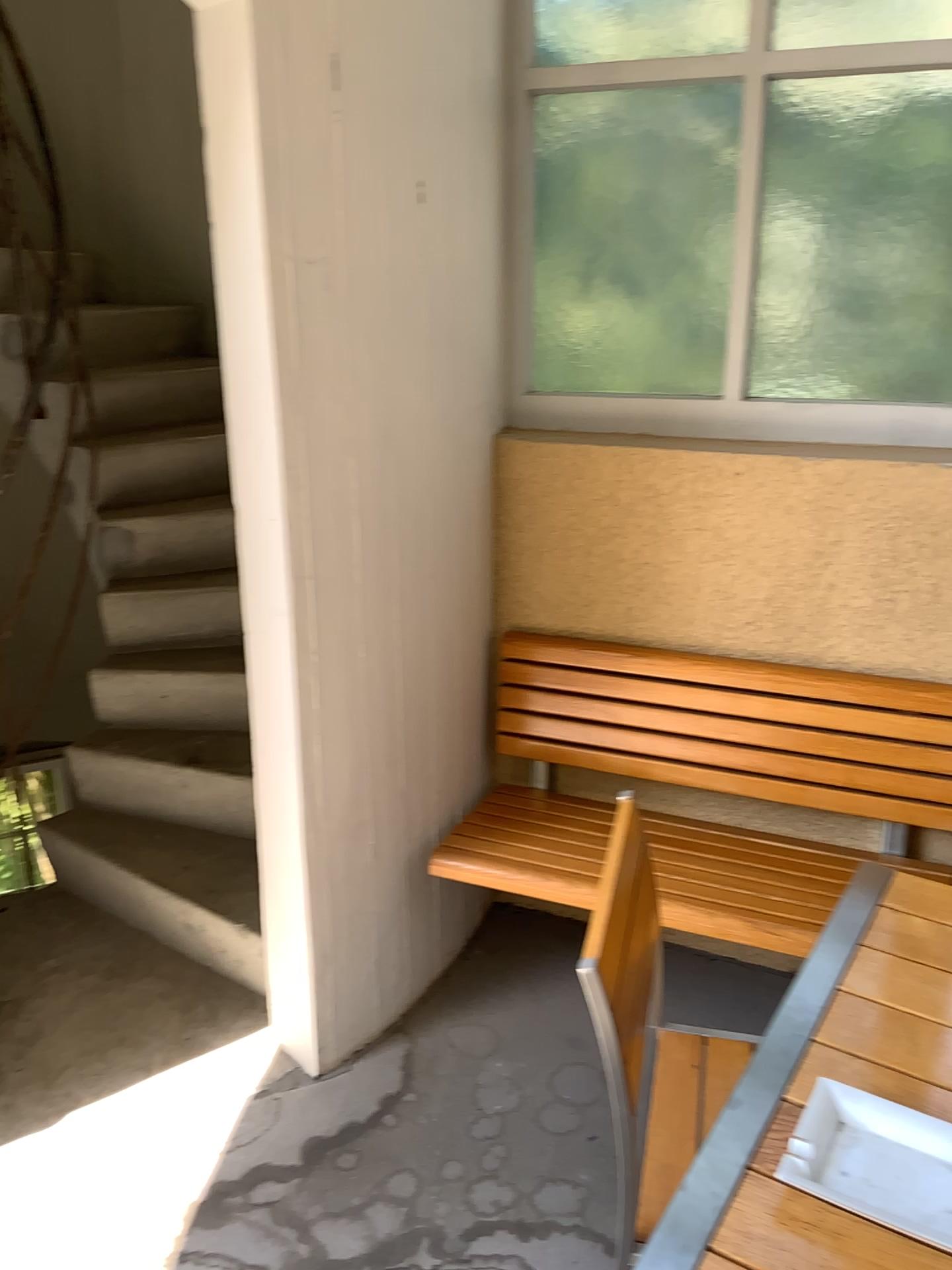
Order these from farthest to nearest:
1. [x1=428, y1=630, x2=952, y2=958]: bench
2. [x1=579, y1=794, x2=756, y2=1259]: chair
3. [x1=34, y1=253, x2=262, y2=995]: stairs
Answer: [x1=34, y1=253, x2=262, y2=995]: stairs, [x1=428, y1=630, x2=952, y2=958]: bench, [x1=579, y1=794, x2=756, y2=1259]: chair

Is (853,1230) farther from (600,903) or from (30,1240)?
(30,1240)

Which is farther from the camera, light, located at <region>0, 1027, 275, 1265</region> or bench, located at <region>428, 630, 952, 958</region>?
bench, located at <region>428, 630, 952, 958</region>

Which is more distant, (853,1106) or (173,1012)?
(173,1012)

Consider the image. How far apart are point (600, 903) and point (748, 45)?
1.8m

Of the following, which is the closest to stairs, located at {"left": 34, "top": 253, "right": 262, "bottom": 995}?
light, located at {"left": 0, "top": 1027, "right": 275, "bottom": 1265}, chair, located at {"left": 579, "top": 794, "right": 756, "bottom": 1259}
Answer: light, located at {"left": 0, "top": 1027, "right": 275, "bottom": 1265}

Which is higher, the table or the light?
the table

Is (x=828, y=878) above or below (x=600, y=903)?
below

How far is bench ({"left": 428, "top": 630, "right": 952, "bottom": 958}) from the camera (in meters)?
2.15

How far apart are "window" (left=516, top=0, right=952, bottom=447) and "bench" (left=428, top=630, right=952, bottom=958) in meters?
0.5
